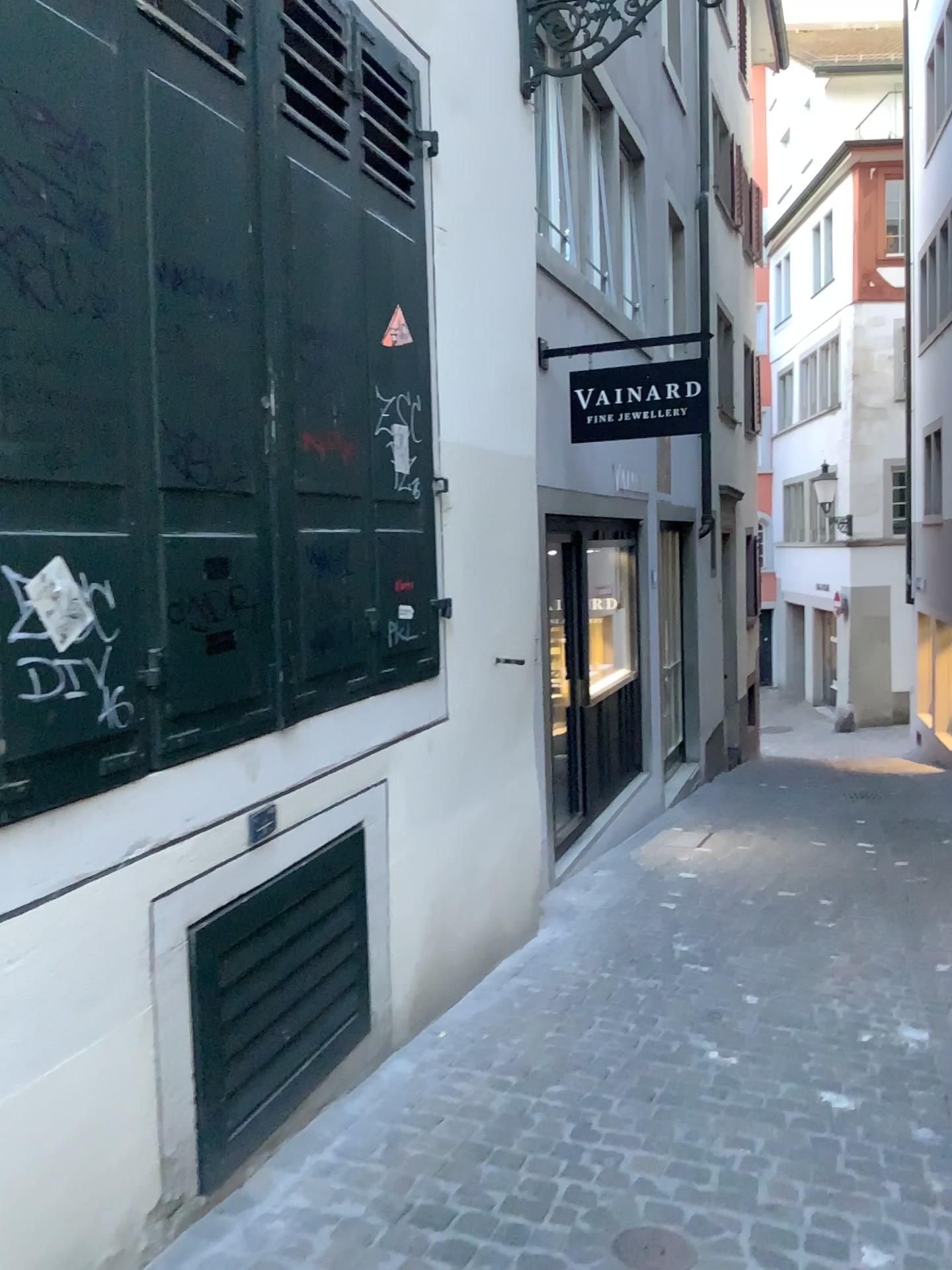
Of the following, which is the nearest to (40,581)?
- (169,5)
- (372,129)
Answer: (169,5)

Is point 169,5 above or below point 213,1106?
above

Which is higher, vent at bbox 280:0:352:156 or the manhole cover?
vent at bbox 280:0:352:156

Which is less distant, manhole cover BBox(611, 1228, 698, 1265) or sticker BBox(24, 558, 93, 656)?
sticker BBox(24, 558, 93, 656)

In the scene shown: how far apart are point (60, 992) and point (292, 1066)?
1.0 meters

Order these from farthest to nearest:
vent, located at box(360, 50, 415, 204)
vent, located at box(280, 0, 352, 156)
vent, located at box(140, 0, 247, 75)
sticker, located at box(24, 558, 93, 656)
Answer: vent, located at box(360, 50, 415, 204) < vent, located at box(280, 0, 352, 156) < vent, located at box(140, 0, 247, 75) < sticker, located at box(24, 558, 93, 656)

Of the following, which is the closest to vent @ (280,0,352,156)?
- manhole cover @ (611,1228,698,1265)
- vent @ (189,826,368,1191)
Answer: vent @ (189,826,368,1191)

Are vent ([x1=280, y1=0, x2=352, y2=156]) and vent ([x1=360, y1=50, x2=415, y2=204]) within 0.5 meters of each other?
yes

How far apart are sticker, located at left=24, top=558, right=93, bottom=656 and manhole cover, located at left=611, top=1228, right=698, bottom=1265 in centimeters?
176cm

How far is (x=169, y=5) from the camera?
2.19m
